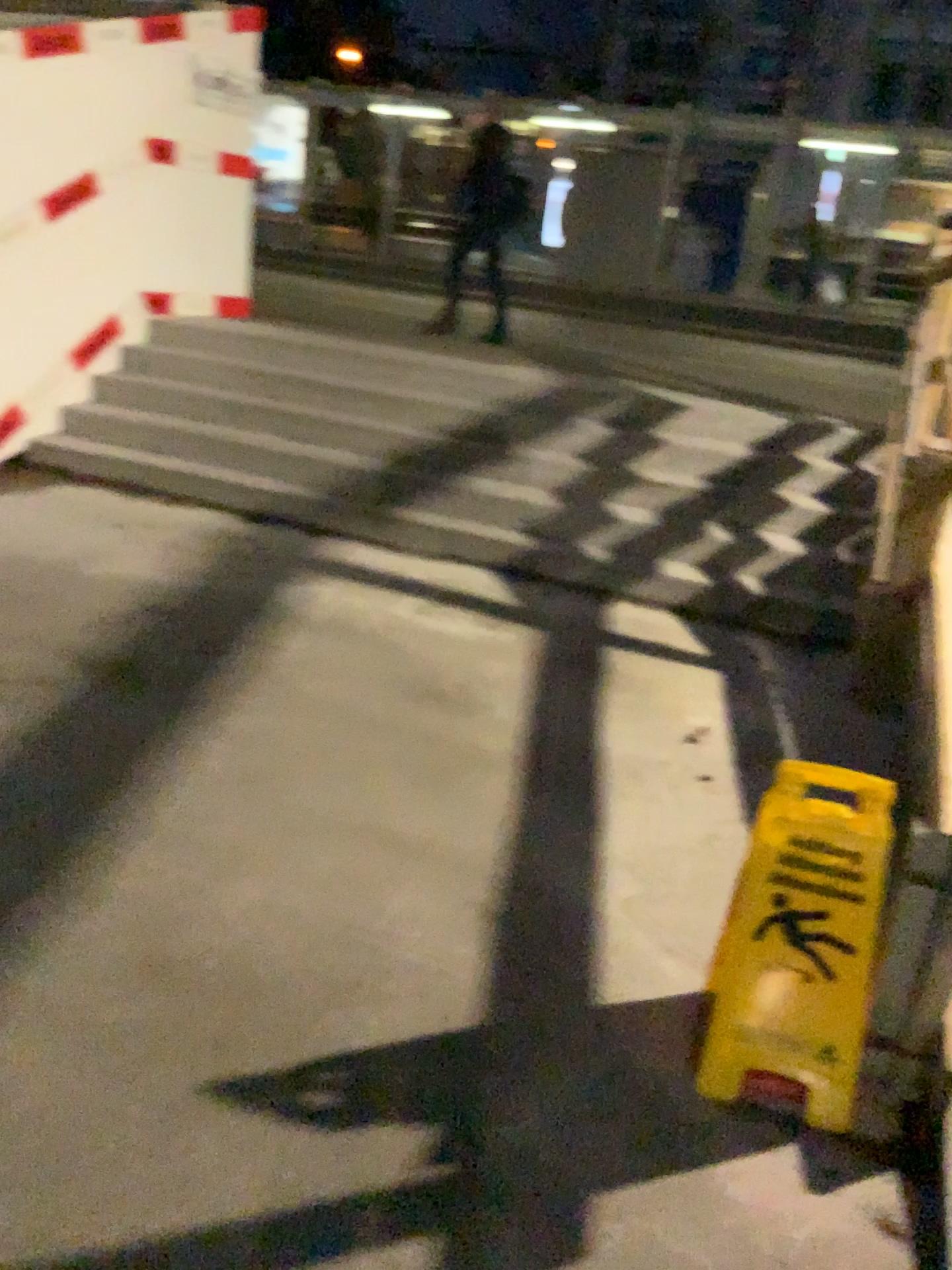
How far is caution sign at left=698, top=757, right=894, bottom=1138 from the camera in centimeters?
198cm

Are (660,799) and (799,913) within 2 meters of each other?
yes

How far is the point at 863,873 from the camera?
2.0m
